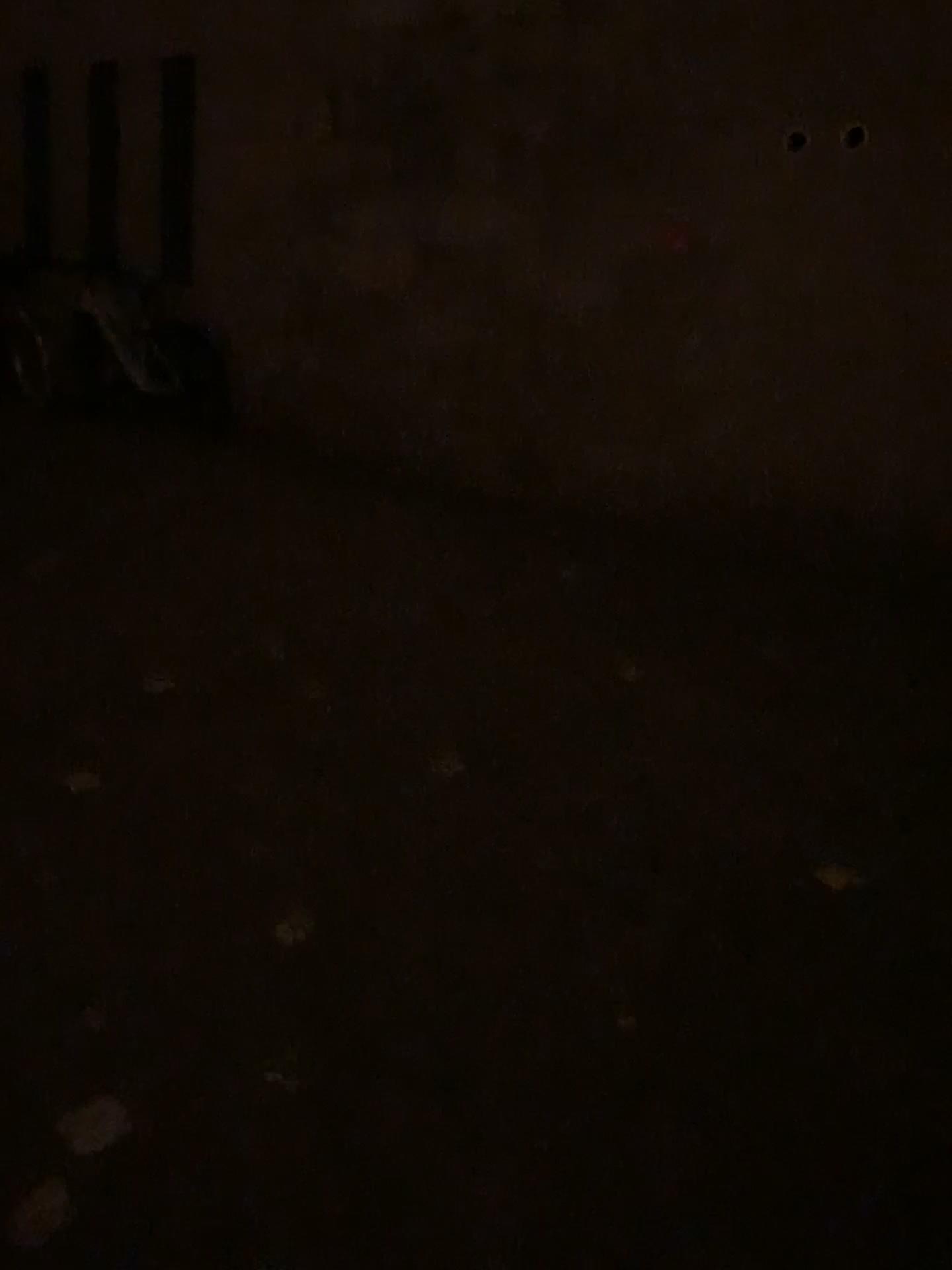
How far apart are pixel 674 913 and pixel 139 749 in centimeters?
151cm
